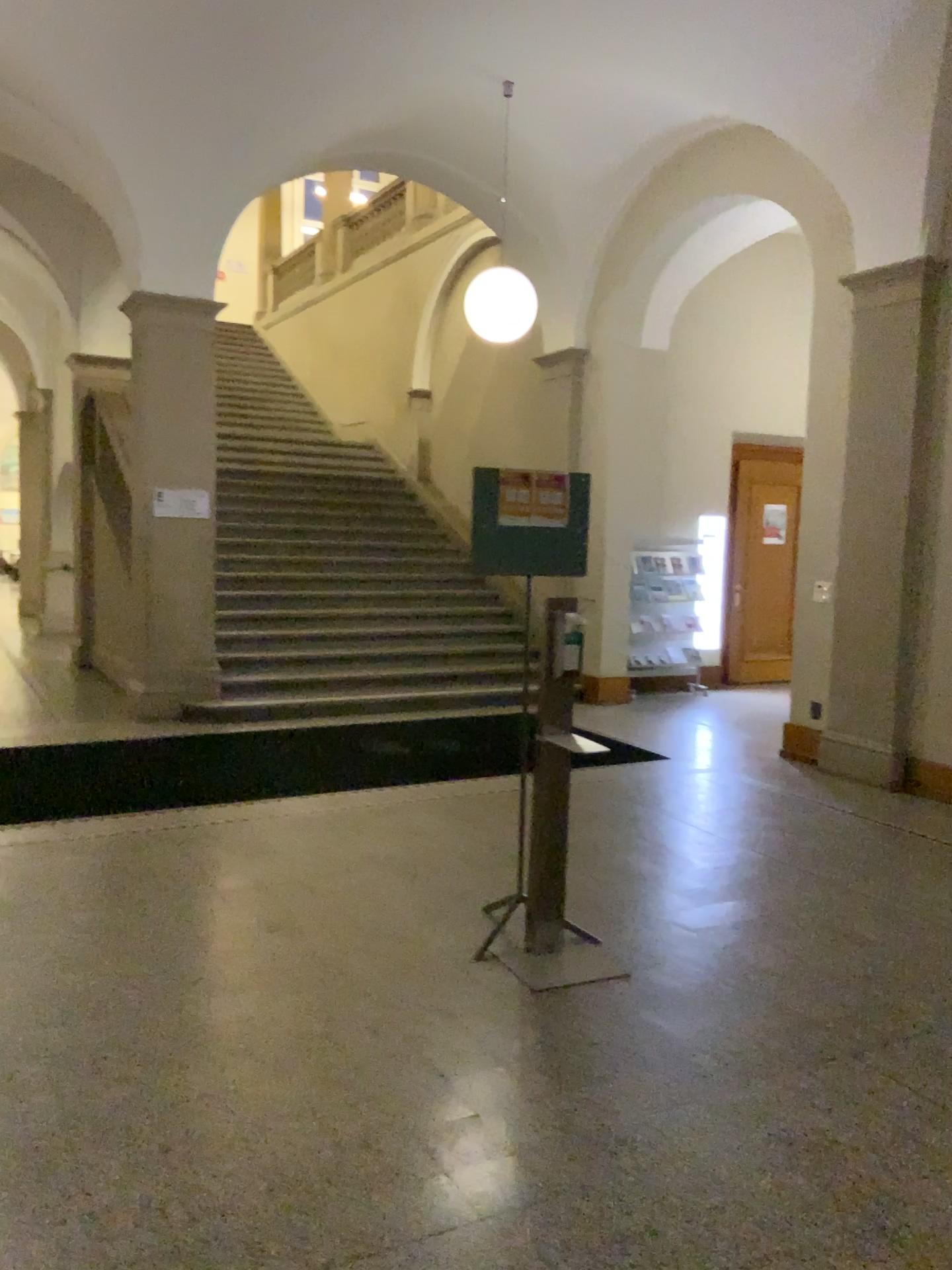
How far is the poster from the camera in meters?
4.0 m

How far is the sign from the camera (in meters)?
4.00

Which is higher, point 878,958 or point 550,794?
point 550,794

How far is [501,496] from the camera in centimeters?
400cm

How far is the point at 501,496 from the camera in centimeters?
400cm
